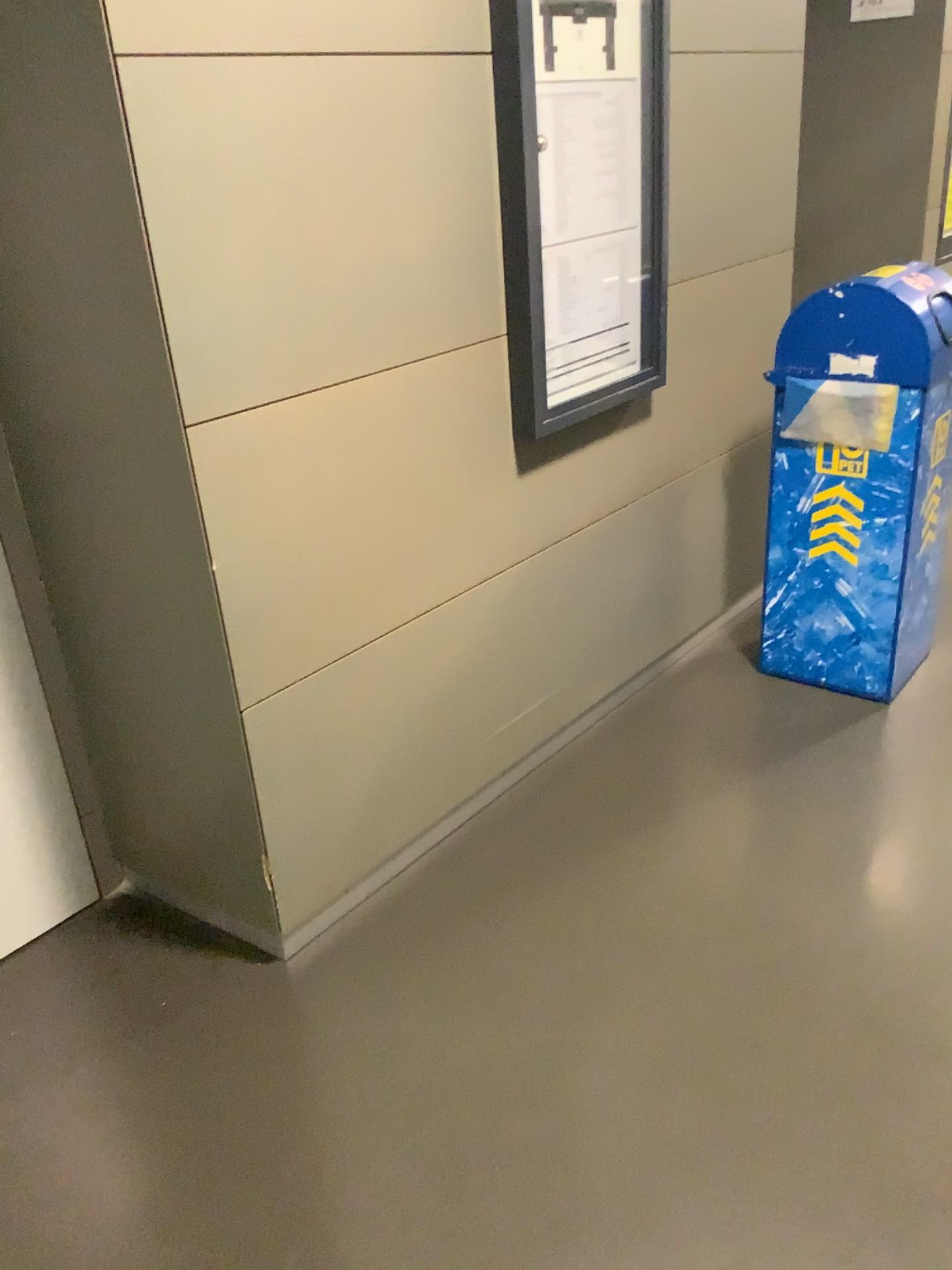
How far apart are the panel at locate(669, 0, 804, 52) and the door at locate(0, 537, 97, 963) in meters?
1.9 m

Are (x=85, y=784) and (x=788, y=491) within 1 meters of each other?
no

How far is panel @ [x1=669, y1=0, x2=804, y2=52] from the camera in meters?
2.4

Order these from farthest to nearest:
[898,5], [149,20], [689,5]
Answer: [898,5], [689,5], [149,20]

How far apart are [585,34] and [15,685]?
1.7m

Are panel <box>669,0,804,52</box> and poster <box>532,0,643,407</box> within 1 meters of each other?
yes

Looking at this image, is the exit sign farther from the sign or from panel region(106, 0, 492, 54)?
panel region(106, 0, 492, 54)

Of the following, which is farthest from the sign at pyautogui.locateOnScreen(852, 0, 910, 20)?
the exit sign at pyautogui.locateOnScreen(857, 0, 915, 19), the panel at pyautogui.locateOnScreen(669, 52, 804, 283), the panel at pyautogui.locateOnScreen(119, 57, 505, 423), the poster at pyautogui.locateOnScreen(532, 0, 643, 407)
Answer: the panel at pyautogui.locateOnScreen(119, 57, 505, 423)

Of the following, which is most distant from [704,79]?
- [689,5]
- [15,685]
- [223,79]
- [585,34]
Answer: [15,685]

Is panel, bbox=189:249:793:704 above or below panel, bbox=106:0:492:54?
below
